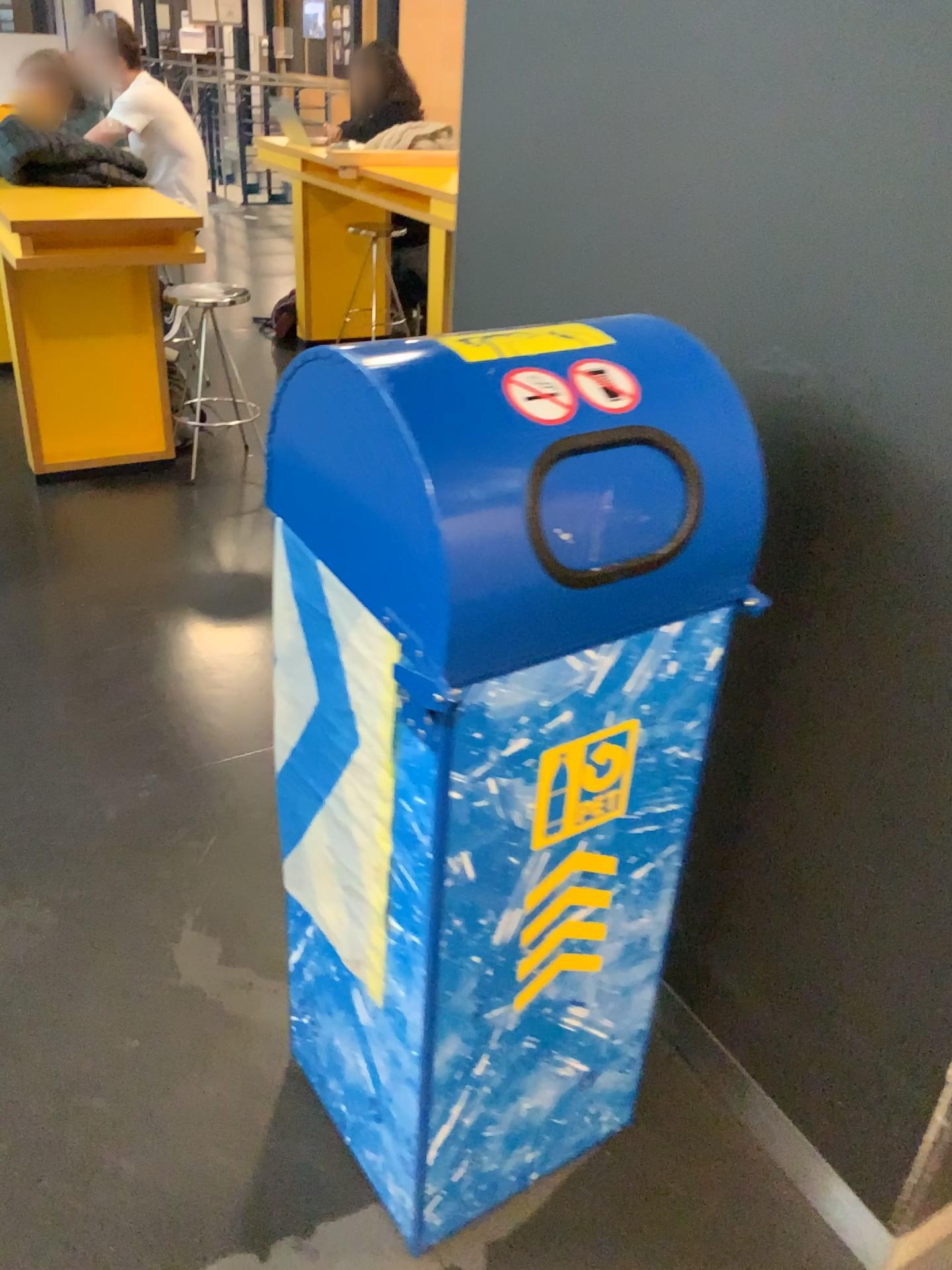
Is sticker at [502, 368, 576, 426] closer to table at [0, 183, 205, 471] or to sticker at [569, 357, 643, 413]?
sticker at [569, 357, 643, 413]

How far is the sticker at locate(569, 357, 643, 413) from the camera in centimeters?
95cm

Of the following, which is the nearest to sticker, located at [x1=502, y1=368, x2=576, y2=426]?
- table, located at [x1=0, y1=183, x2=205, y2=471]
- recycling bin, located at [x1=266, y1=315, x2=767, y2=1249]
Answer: recycling bin, located at [x1=266, y1=315, x2=767, y2=1249]

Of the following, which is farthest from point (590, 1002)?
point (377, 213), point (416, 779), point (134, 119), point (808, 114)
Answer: point (377, 213)

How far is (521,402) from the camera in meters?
0.9 m

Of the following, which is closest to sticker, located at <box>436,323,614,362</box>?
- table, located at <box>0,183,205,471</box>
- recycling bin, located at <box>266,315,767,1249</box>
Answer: recycling bin, located at <box>266,315,767,1249</box>

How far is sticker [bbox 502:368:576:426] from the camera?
0.9m

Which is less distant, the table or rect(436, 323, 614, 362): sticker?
rect(436, 323, 614, 362): sticker

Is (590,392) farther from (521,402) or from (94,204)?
(94,204)

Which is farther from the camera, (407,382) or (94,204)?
(94,204)
